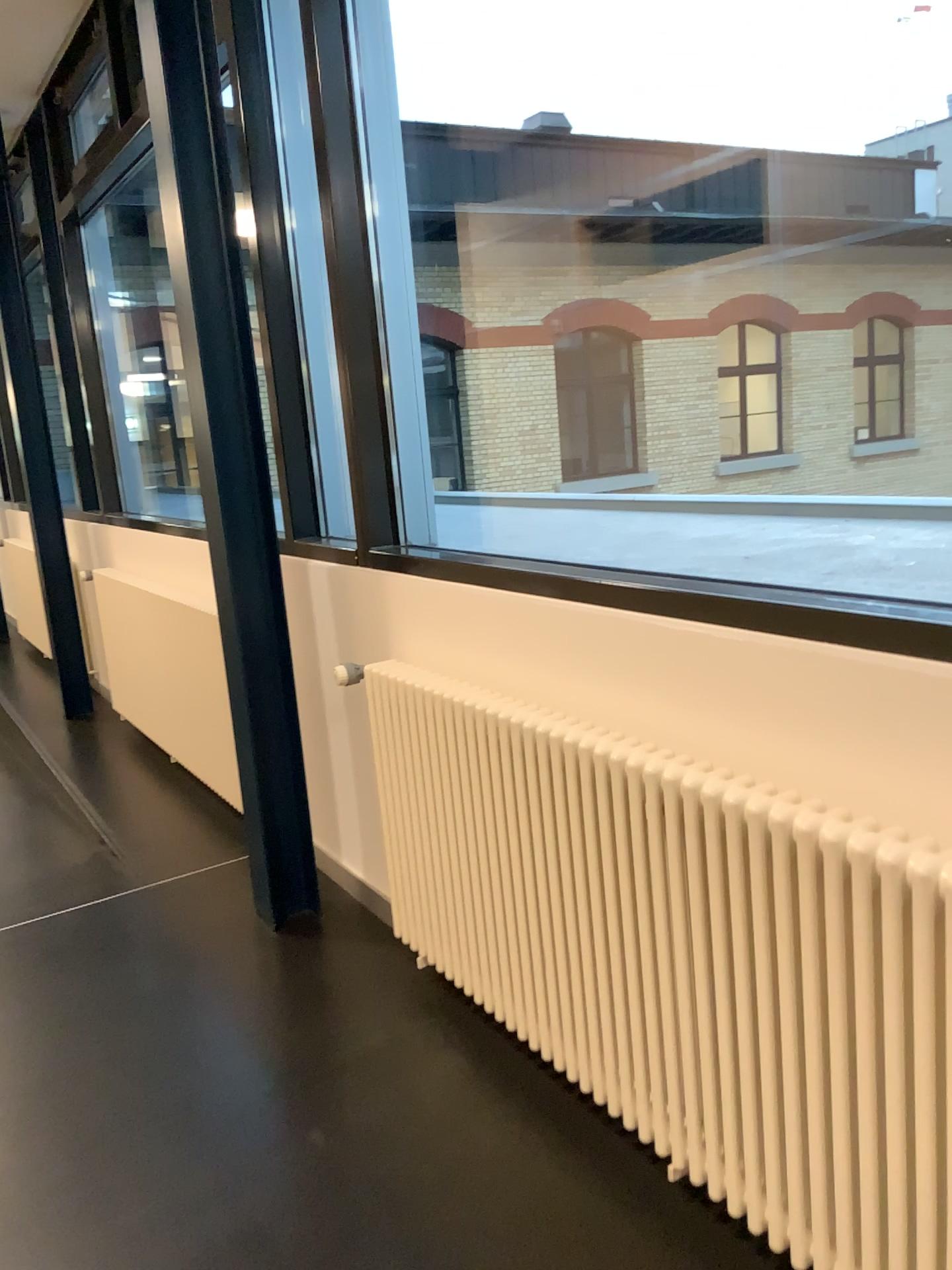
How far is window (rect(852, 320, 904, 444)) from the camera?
4.62m

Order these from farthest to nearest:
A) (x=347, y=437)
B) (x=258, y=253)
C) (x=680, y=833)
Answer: (x=258, y=253)
(x=347, y=437)
(x=680, y=833)

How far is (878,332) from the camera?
4.6 meters
